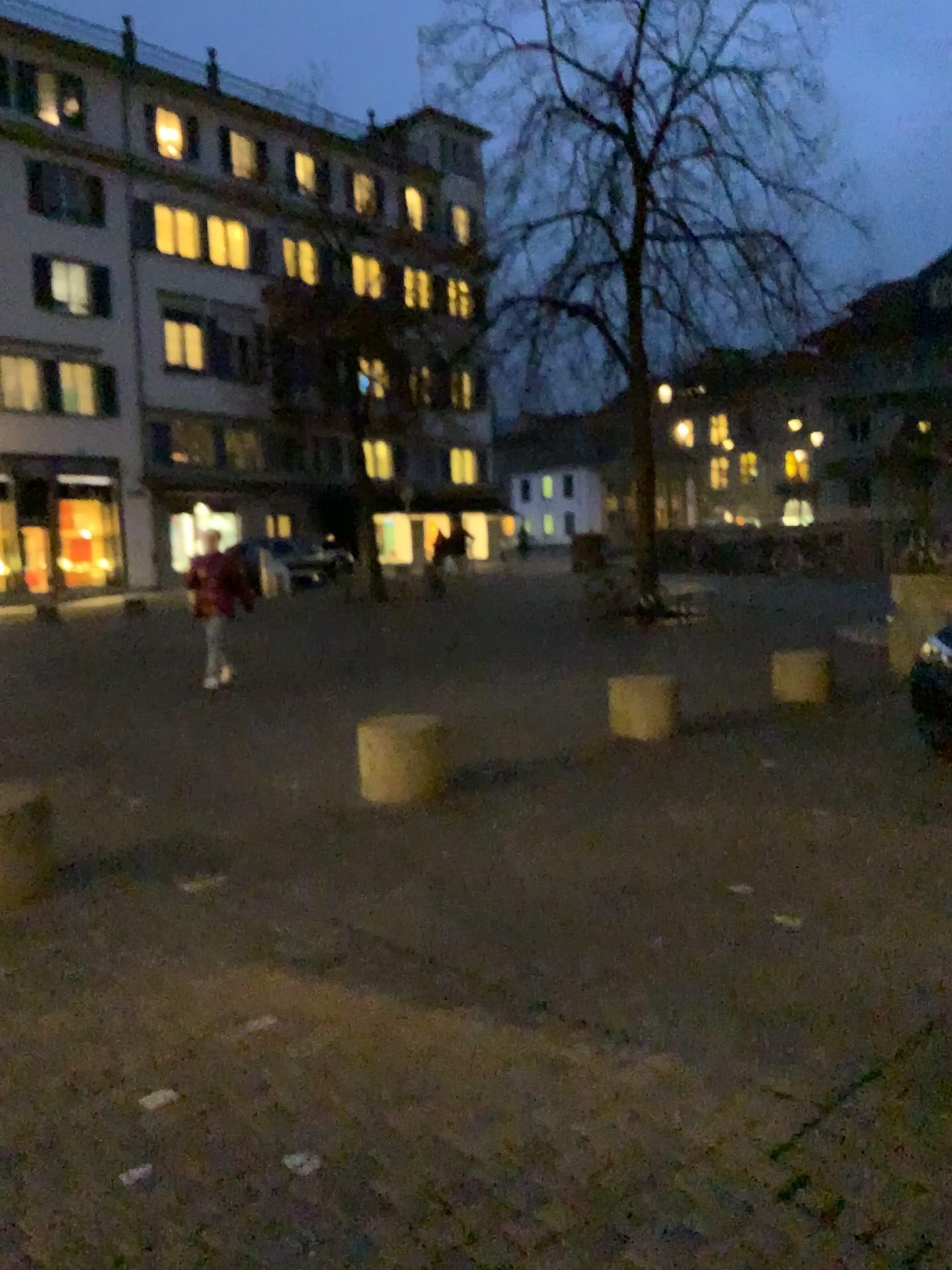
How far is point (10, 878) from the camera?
4.2 meters

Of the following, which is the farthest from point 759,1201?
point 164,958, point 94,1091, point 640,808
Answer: point 640,808

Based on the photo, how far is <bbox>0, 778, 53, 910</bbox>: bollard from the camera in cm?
424
